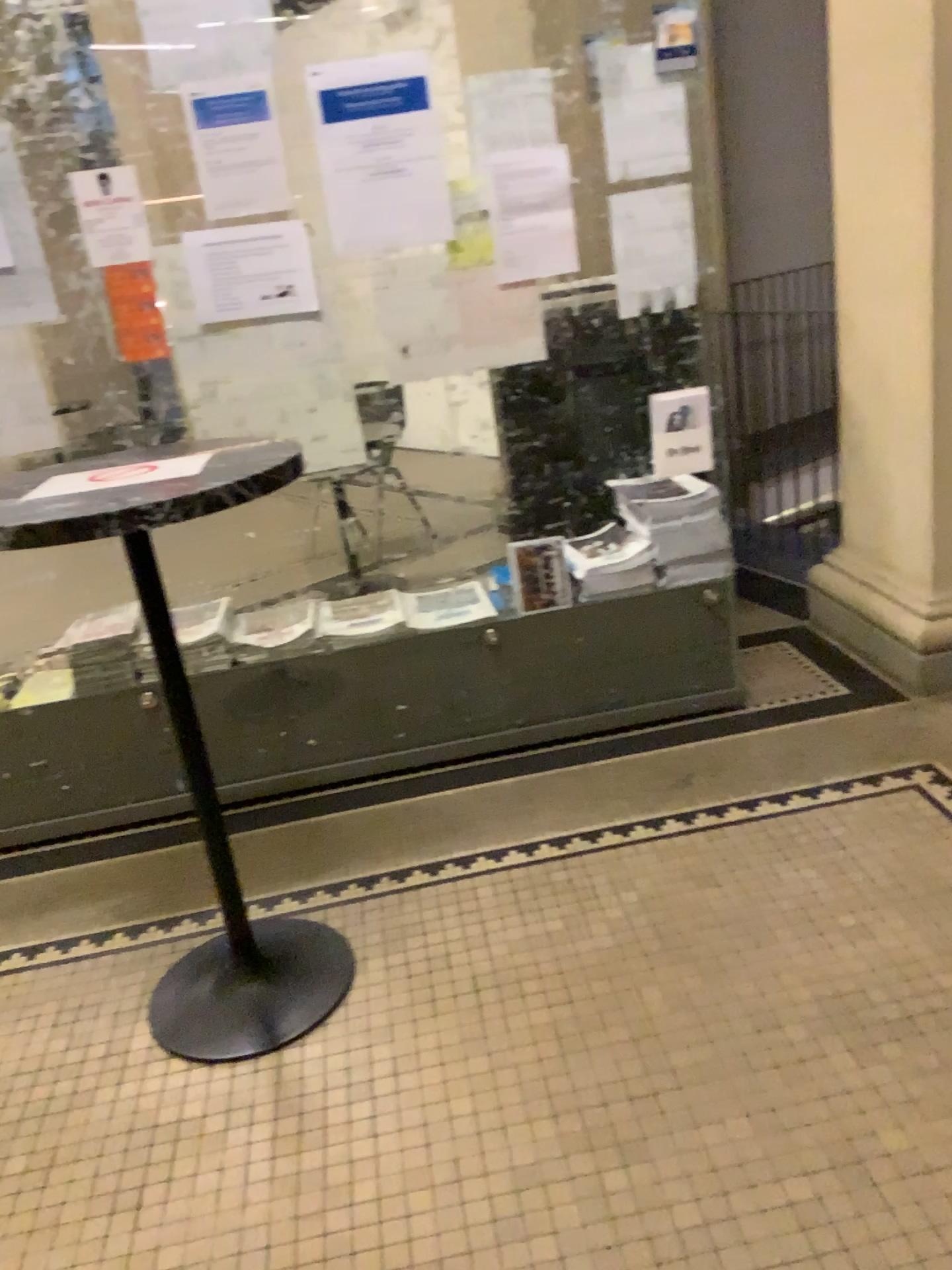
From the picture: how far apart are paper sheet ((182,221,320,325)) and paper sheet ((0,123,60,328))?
0.35m

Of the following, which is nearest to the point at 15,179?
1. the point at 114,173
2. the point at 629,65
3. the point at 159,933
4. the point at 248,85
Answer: the point at 114,173

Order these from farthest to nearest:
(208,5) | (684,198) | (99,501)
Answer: (684,198) → (208,5) → (99,501)

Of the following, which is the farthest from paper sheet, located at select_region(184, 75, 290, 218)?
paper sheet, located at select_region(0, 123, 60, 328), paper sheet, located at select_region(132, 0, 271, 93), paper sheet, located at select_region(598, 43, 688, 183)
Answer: paper sheet, located at select_region(598, 43, 688, 183)

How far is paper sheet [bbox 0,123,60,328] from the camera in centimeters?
244cm

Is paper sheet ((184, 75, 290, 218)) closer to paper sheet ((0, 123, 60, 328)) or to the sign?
paper sheet ((0, 123, 60, 328))

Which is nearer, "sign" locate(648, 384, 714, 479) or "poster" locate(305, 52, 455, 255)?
"poster" locate(305, 52, 455, 255)

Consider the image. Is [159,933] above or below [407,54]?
below

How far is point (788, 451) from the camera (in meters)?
4.09

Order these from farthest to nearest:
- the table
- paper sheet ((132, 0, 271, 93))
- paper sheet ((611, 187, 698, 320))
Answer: paper sheet ((611, 187, 698, 320)), paper sheet ((132, 0, 271, 93)), the table
